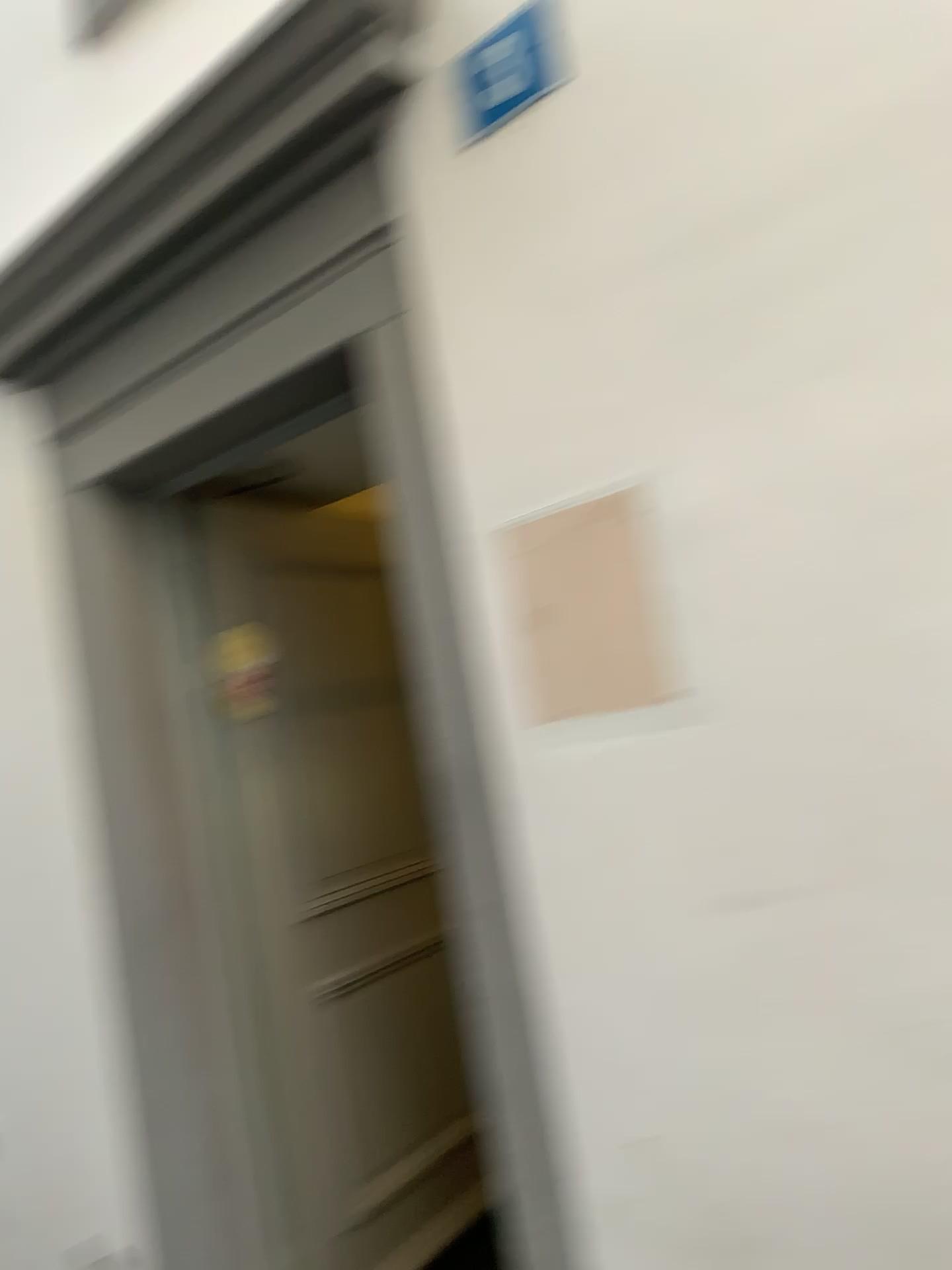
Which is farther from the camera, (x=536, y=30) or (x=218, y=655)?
(x=218, y=655)

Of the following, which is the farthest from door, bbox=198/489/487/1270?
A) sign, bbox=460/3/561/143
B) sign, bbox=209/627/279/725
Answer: sign, bbox=460/3/561/143

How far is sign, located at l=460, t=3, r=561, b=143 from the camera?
1.66m

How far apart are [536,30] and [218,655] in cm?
186

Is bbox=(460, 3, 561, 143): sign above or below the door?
above

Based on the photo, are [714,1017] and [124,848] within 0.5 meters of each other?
no

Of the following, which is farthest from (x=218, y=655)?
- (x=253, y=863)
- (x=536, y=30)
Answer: (x=536, y=30)

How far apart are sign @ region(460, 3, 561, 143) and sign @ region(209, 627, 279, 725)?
1.67m

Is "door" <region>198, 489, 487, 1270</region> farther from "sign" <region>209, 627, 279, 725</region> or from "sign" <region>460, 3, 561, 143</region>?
"sign" <region>460, 3, 561, 143</region>

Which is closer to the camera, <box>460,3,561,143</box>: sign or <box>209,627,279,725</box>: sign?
<box>460,3,561,143</box>: sign
